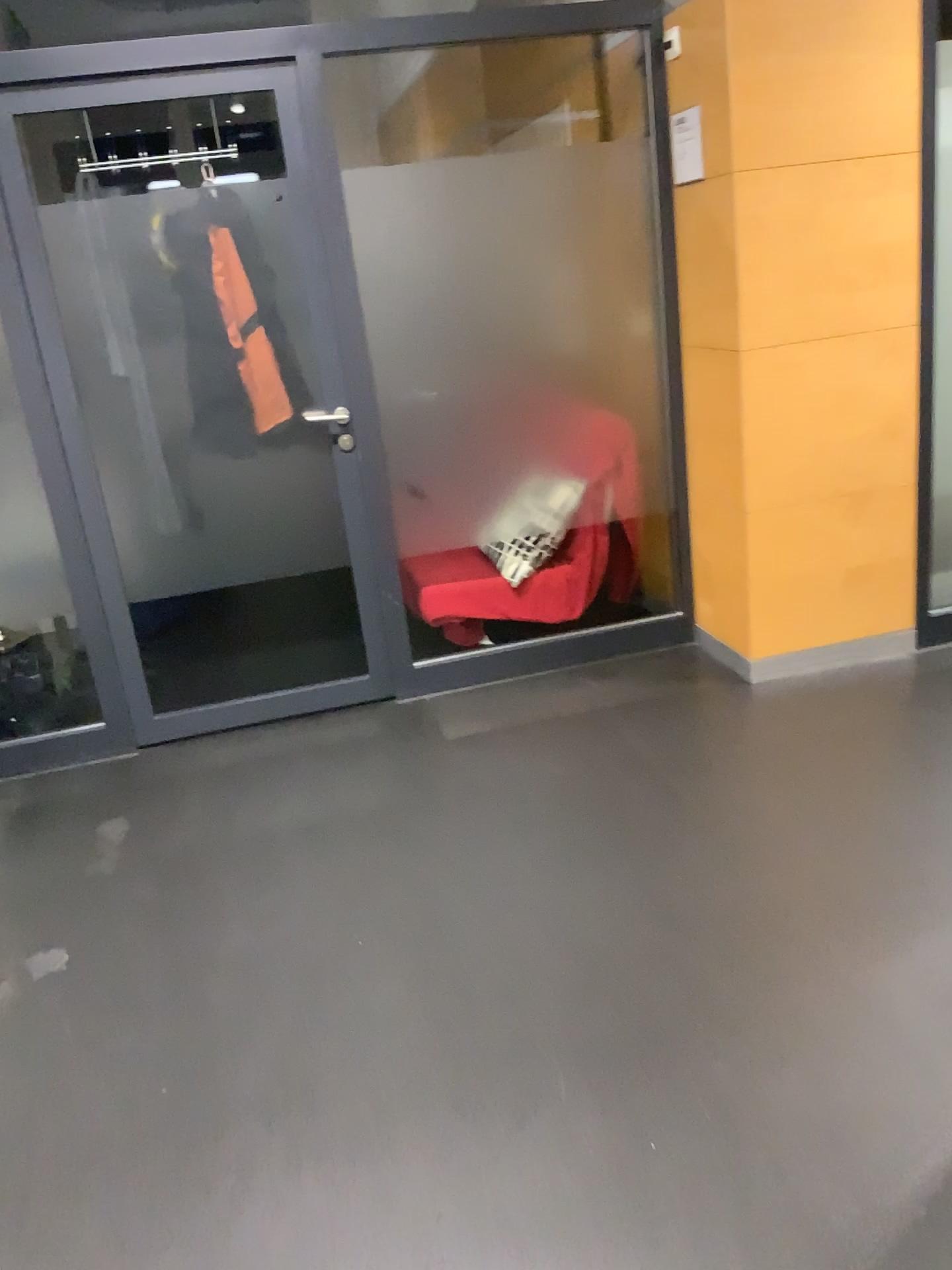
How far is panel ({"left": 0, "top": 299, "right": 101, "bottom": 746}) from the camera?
3.35m

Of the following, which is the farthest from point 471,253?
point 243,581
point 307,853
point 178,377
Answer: point 307,853

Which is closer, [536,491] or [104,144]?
[104,144]

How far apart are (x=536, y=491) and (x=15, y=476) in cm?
172

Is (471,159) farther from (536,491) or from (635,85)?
(536,491)

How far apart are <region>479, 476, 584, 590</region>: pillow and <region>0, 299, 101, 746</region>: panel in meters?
1.4

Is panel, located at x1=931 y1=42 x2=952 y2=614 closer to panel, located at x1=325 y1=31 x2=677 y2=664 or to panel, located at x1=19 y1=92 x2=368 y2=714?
panel, located at x1=325 y1=31 x2=677 y2=664

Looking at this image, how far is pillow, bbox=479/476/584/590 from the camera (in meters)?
3.74

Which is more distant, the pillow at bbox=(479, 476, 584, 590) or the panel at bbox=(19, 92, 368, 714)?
the pillow at bbox=(479, 476, 584, 590)

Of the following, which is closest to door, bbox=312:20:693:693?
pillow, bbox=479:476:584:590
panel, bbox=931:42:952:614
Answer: pillow, bbox=479:476:584:590
